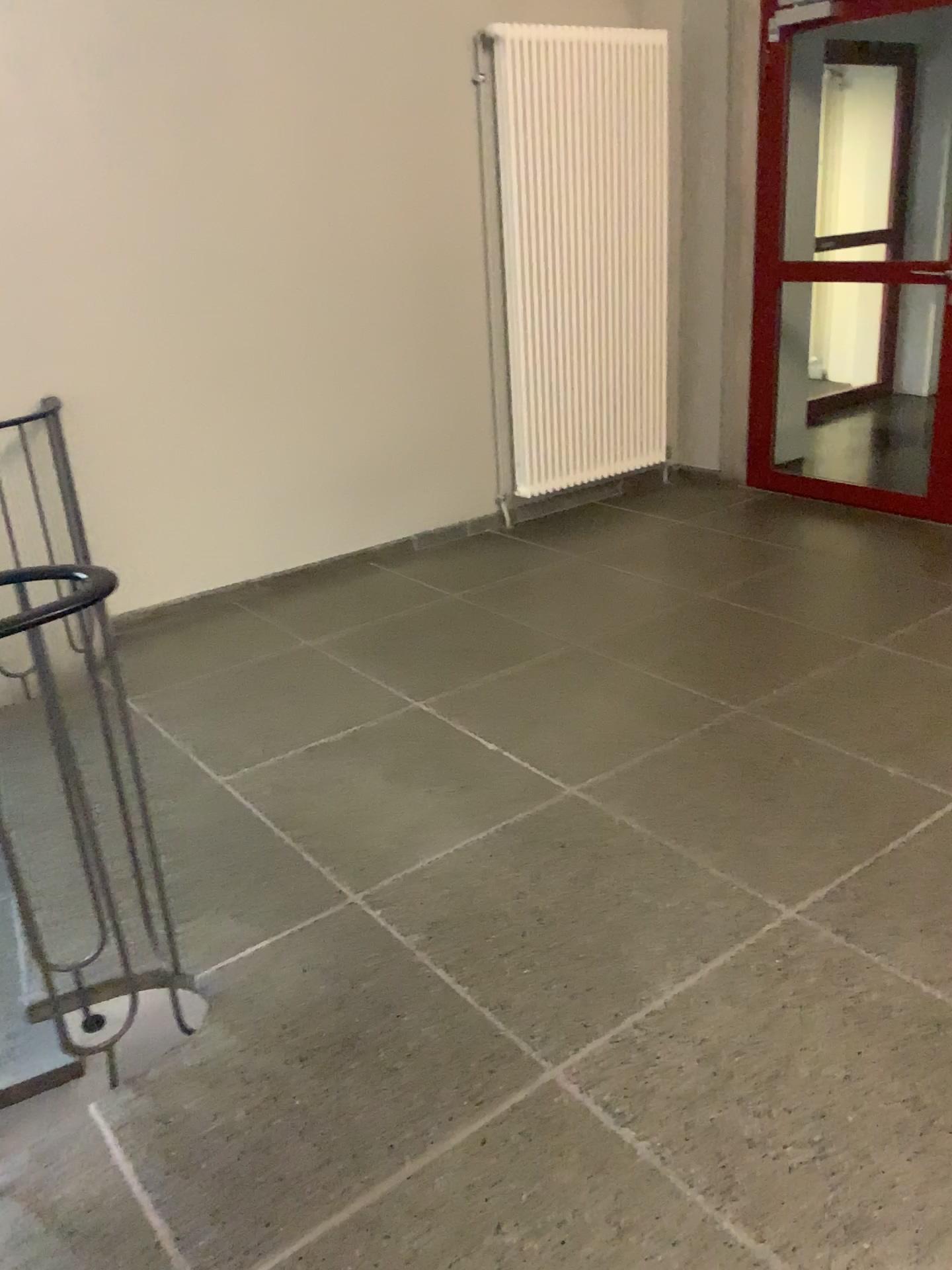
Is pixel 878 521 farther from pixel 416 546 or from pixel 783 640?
pixel 416 546
